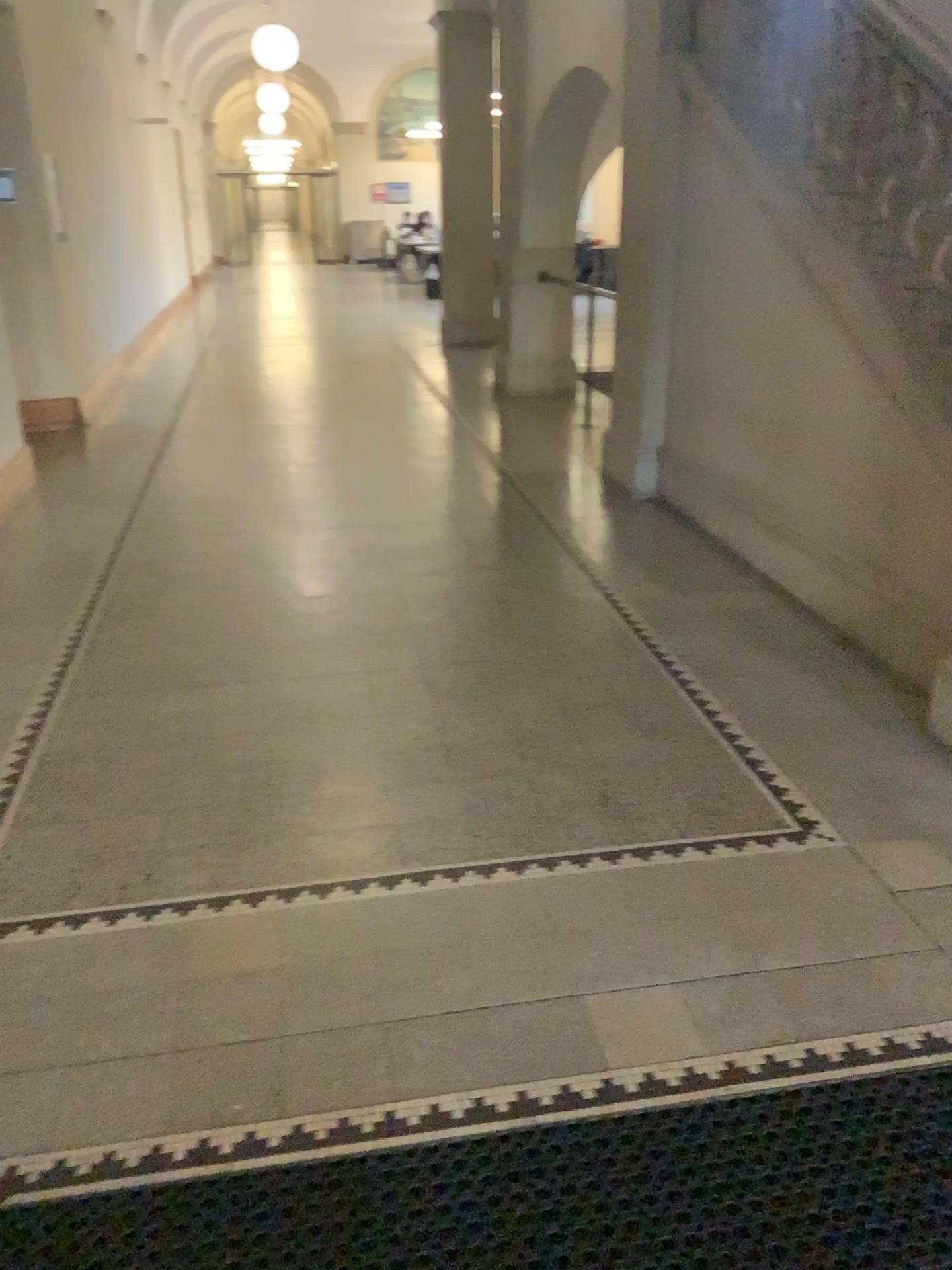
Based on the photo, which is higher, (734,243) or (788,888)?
(734,243)
